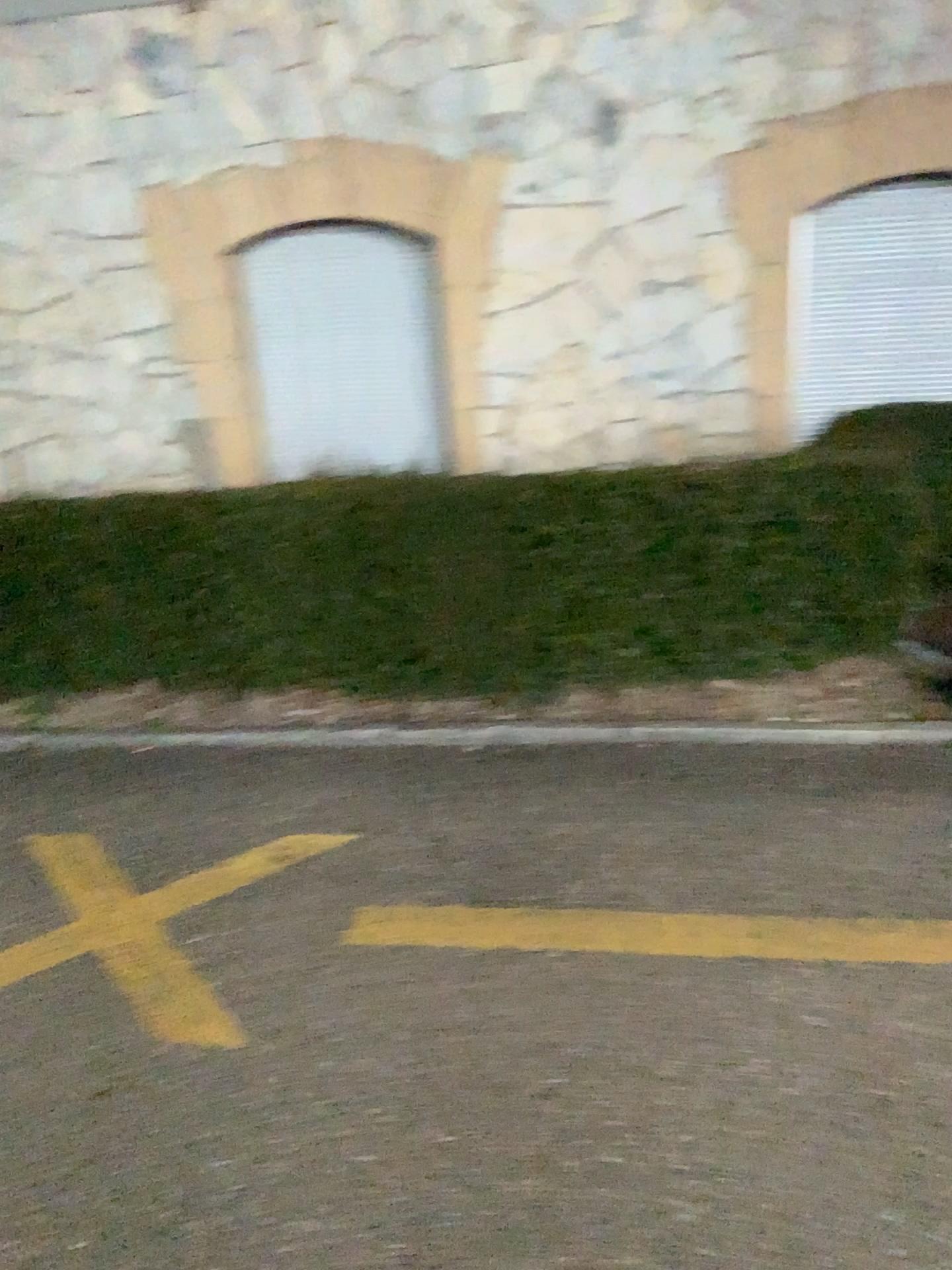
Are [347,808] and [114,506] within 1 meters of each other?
no
